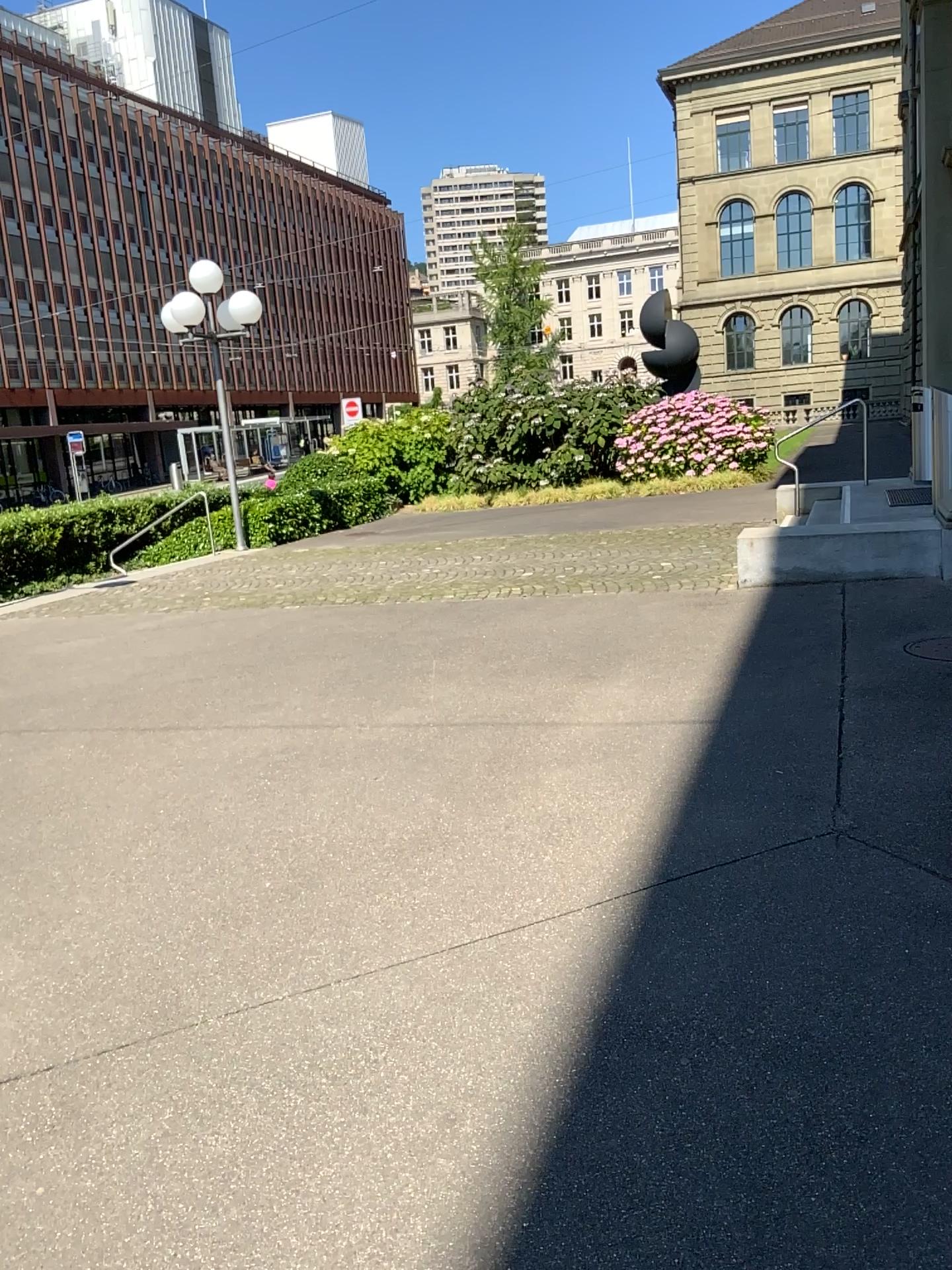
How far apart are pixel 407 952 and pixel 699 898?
0.9m
